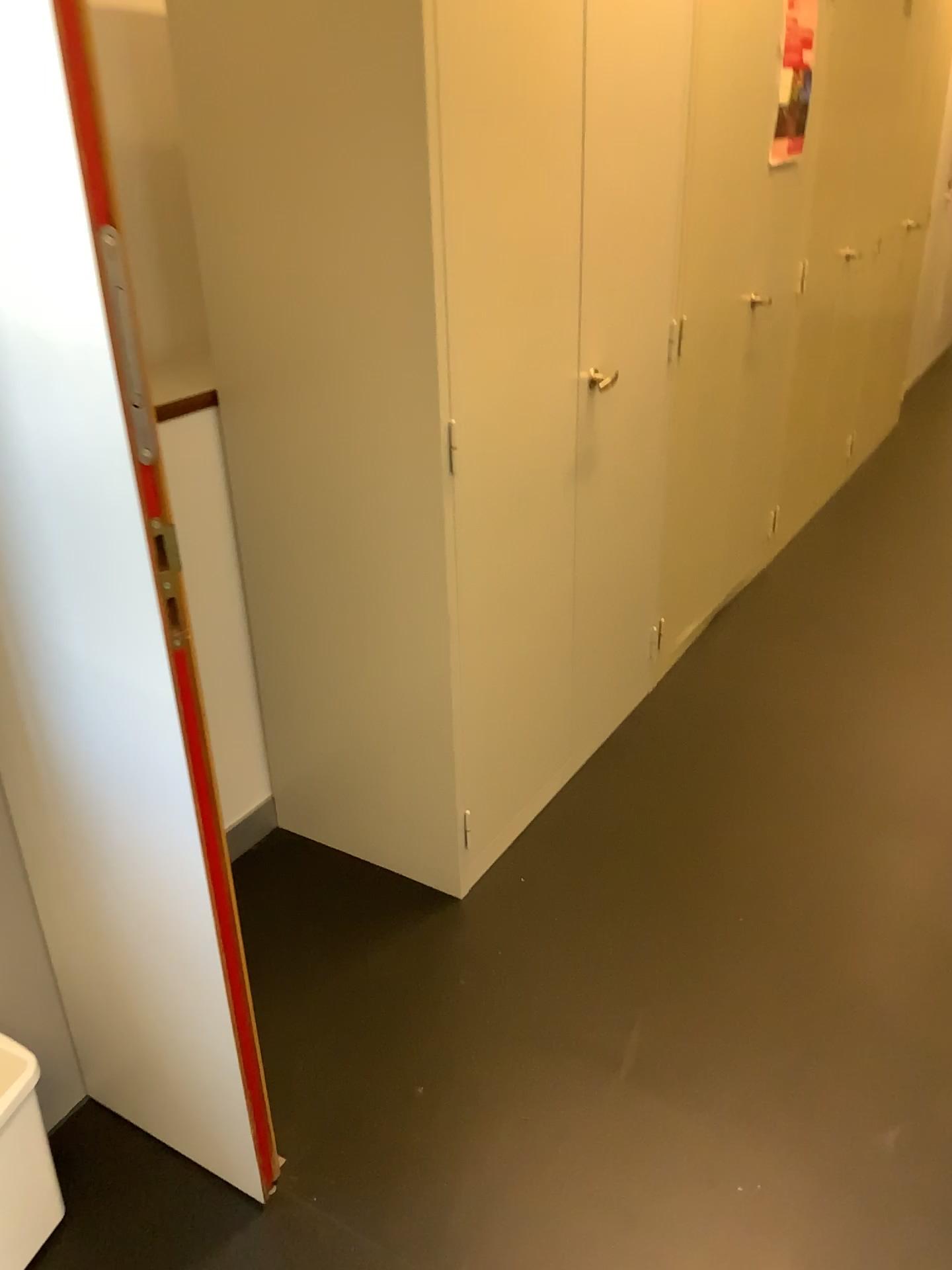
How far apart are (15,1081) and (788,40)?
2.99m

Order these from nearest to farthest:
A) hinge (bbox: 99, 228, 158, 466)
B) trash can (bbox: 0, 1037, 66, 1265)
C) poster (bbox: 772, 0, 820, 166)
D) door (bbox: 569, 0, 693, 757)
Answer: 1. hinge (bbox: 99, 228, 158, 466)
2. trash can (bbox: 0, 1037, 66, 1265)
3. door (bbox: 569, 0, 693, 757)
4. poster (bbox: 772, 0, 820, 166)

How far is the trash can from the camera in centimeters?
148cm

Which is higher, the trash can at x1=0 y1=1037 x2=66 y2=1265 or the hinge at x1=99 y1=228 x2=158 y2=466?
the hinge at x1=99 y1=228 x2=158 y2=466

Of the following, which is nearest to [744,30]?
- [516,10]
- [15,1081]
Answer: [516,10]

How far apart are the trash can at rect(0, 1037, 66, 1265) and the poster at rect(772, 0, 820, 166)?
2.83m

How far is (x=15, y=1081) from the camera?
1.5 meters

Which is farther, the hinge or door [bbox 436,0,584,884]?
door [bbox 436,0,584,884]

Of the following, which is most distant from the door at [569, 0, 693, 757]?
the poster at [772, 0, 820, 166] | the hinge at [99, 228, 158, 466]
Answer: the hinge at [99, 228, 158, 466]

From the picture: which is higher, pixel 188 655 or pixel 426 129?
pixel 426 129
